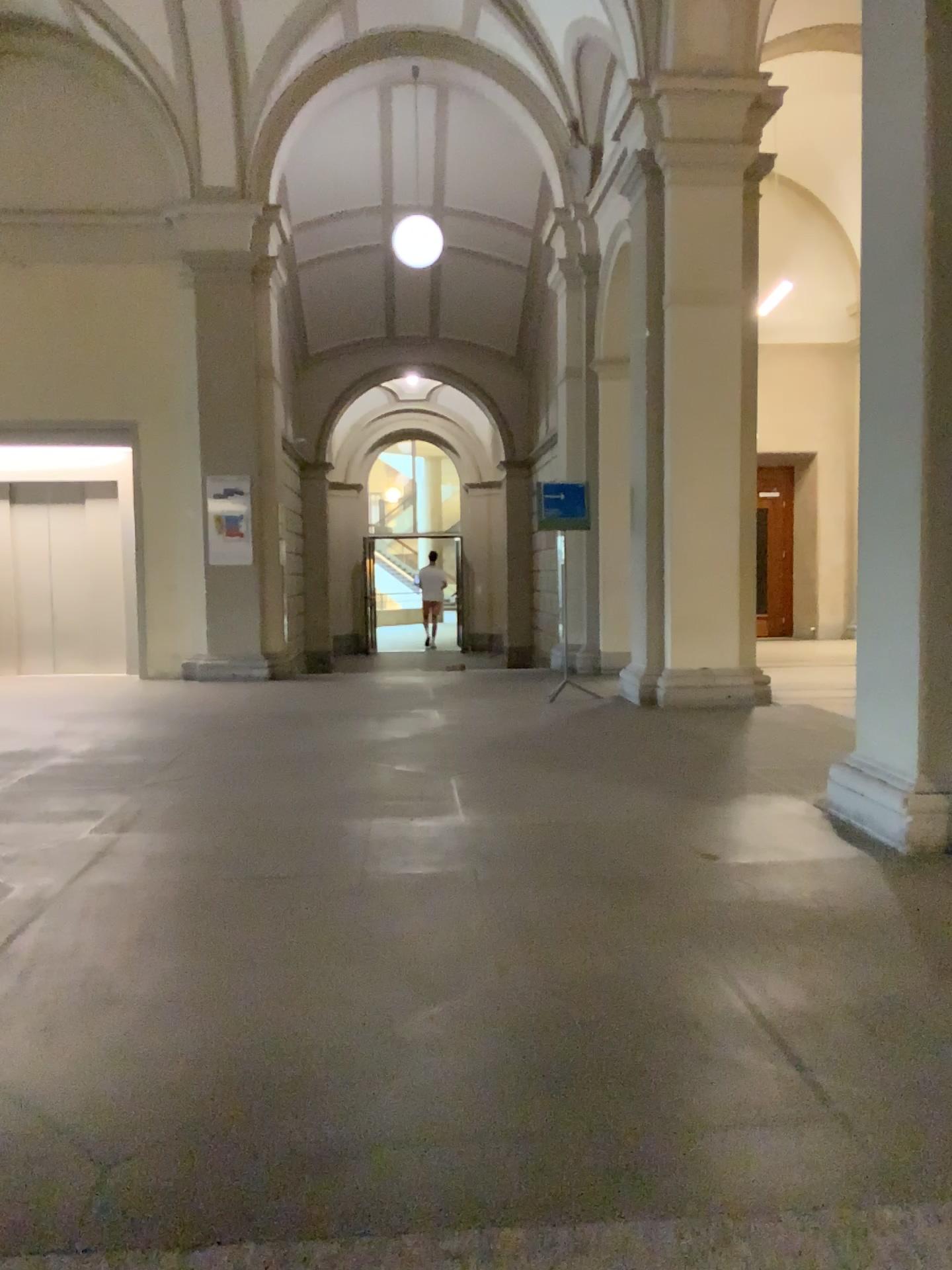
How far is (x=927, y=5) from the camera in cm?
392

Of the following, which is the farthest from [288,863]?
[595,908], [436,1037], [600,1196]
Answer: [600,1196]

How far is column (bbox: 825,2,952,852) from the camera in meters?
3.9 m
